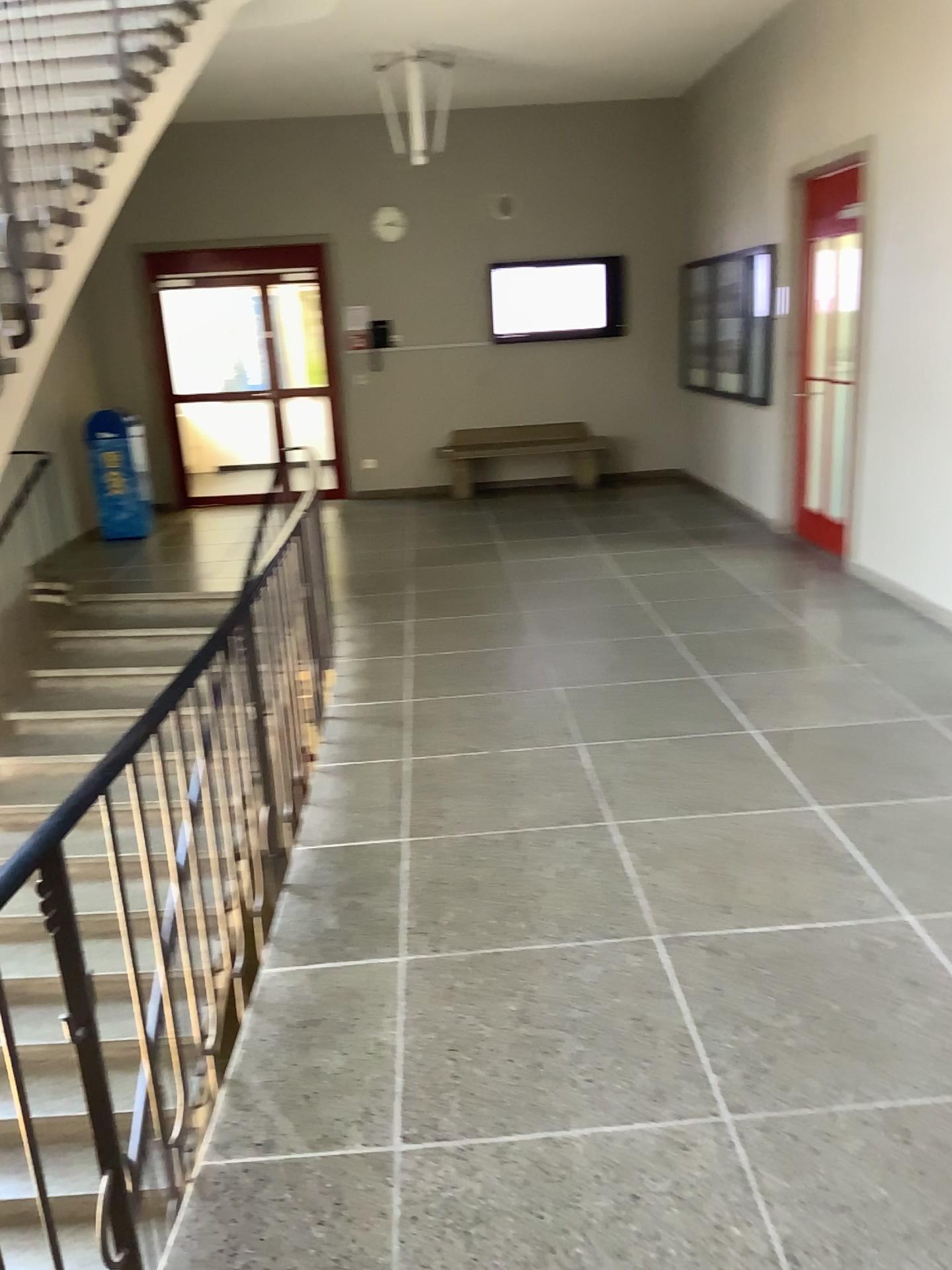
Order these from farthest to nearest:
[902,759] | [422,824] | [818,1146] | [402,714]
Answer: [402,714] < [902,759] < [422,824] < [818,1146]
